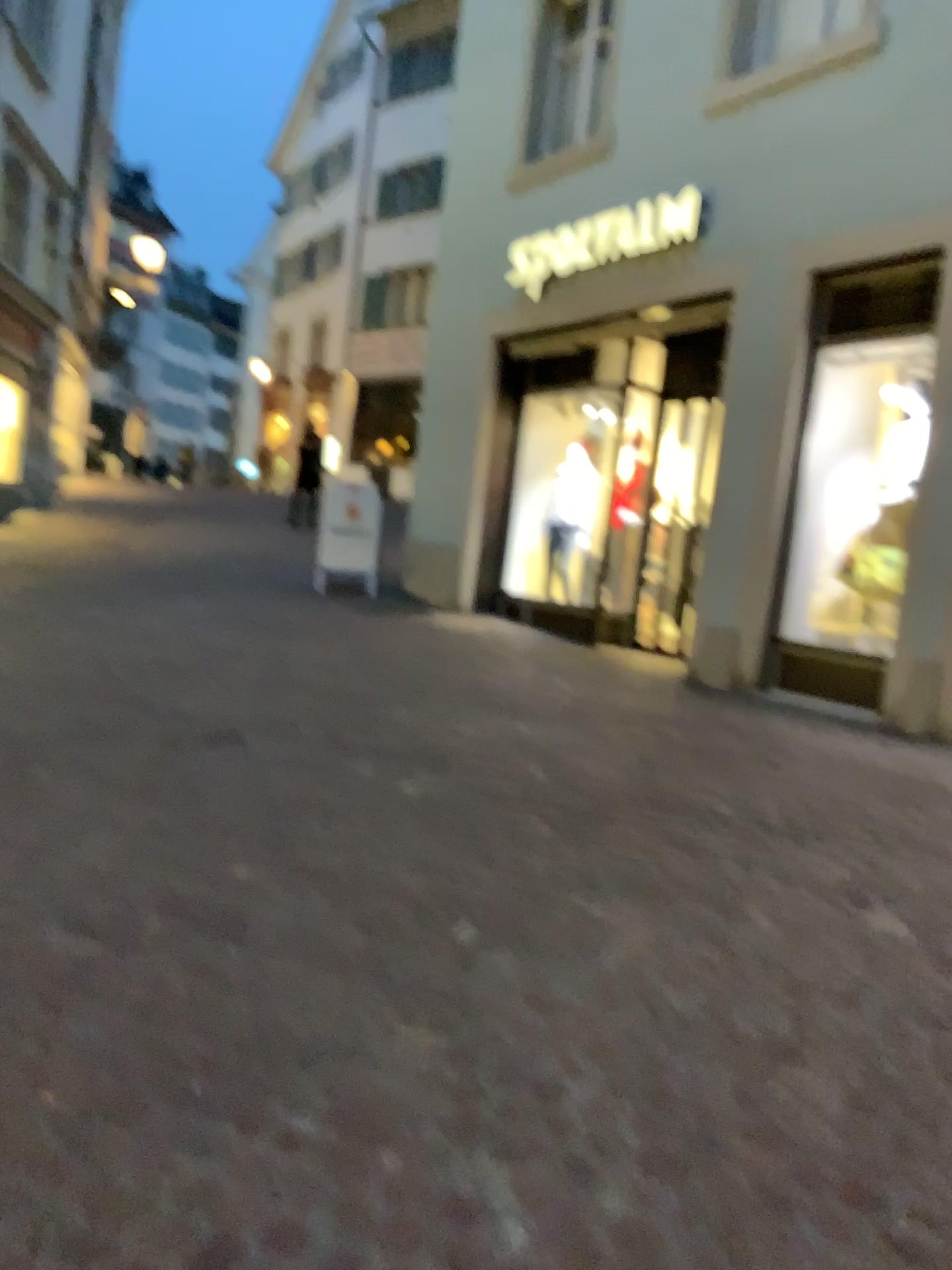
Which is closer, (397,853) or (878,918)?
(878,918)
